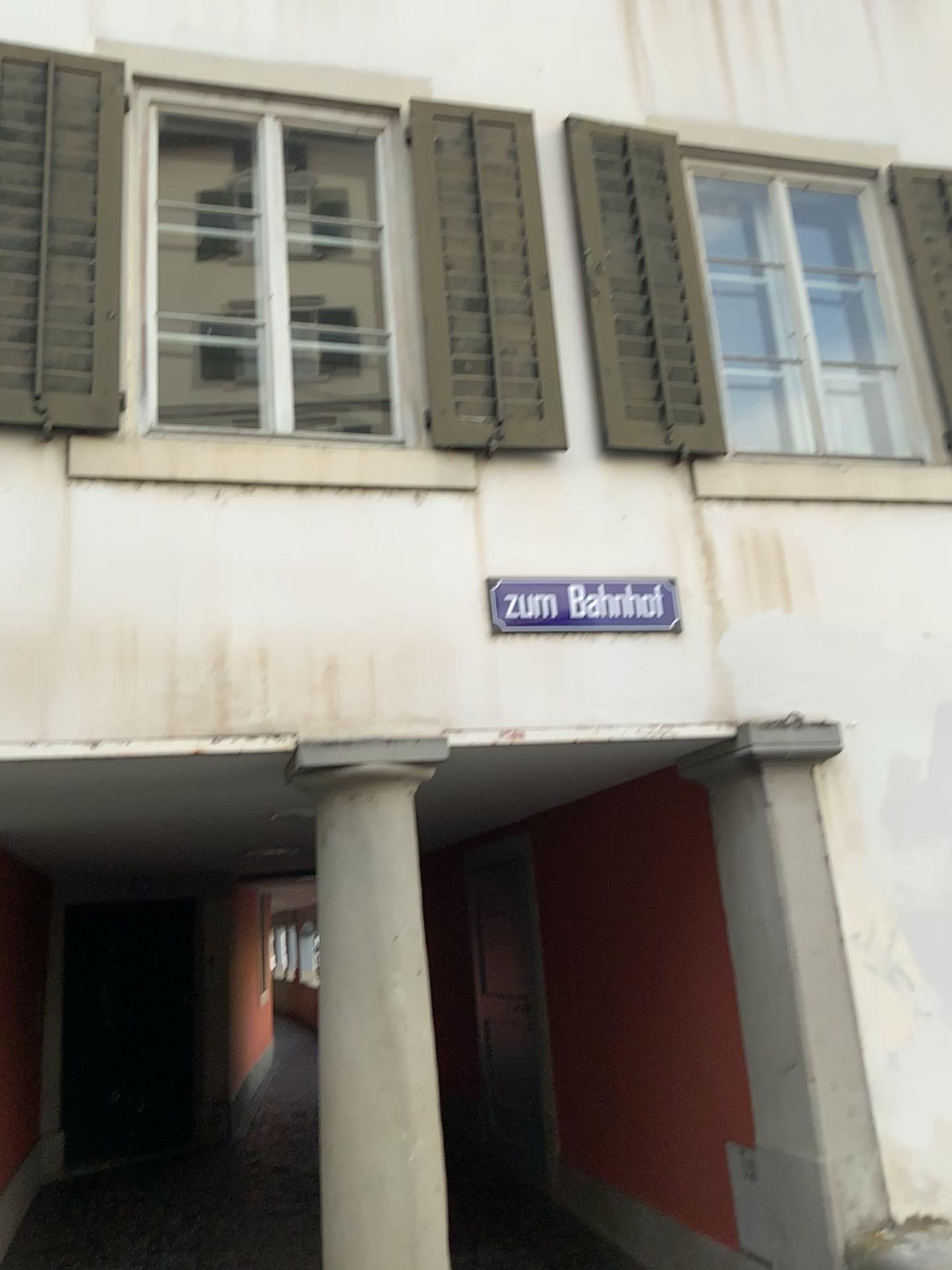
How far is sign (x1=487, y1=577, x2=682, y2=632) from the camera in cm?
381

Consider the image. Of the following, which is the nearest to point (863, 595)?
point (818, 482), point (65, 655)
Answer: point (818, 482)

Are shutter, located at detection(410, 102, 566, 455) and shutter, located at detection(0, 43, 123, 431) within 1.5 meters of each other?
yes

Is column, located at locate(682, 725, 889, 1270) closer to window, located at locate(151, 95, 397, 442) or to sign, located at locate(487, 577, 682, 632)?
sign, located at locate(487, 577, 682, 632)

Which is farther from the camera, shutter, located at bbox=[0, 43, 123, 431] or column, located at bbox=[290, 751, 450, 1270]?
shutter, located at bbox=[0, 43, 123, 431]

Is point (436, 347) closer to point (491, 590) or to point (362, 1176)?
point (491, 590)

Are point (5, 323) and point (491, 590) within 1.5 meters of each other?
no

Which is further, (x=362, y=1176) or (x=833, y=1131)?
(x=833, y=1131)

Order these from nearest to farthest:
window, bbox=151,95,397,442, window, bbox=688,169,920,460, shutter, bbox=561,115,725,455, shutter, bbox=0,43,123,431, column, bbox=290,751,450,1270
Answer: column, bbox=290,751,450,1270 → shutter, bbox=0,43,123,431 → window, bbox=151,95,397,442 → shutter, bbox=561,115,725,455 → window, bbox=688,169,920,460

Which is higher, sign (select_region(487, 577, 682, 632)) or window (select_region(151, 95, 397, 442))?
window (select_region(151, 95, 397, 442))
